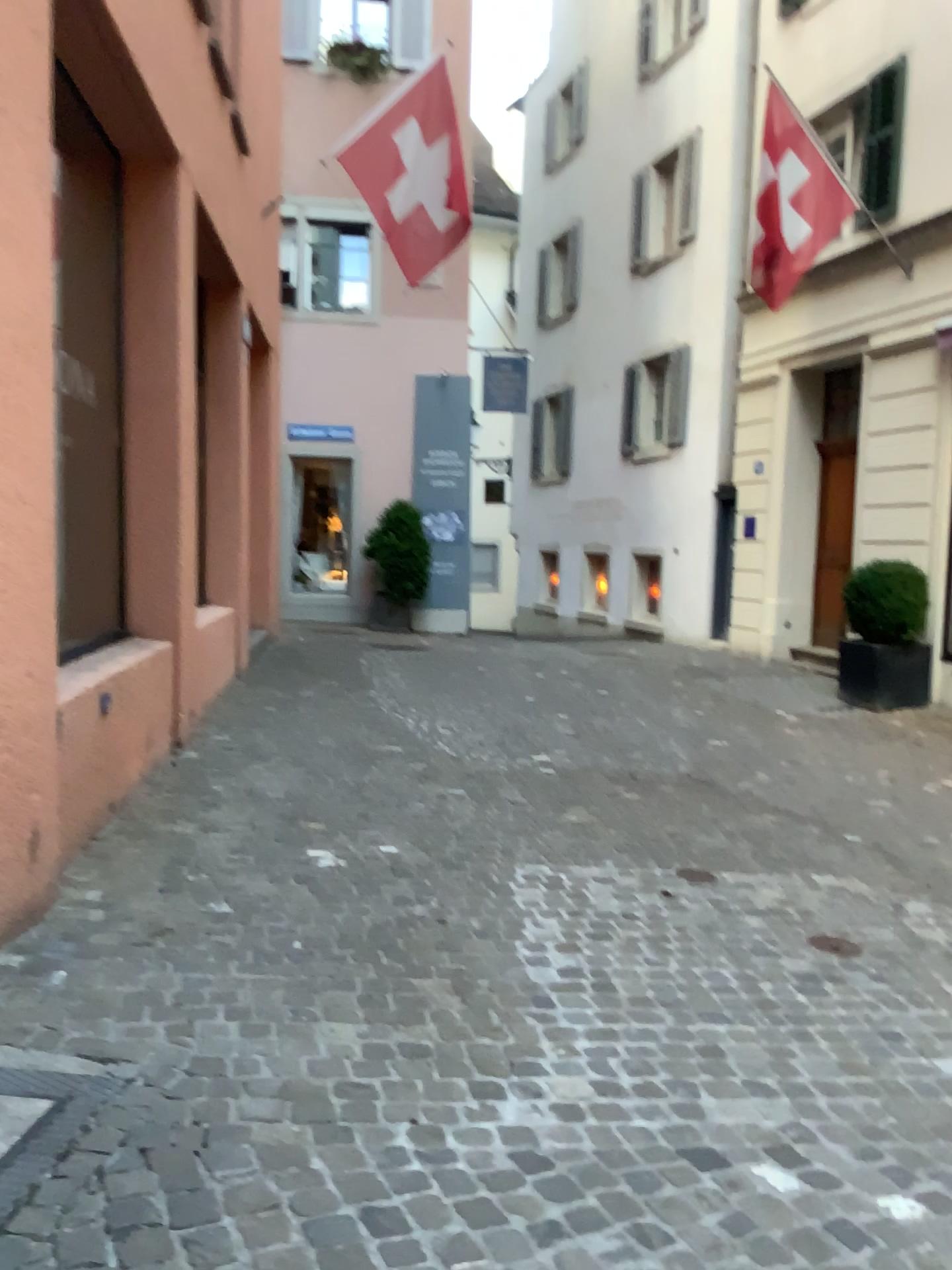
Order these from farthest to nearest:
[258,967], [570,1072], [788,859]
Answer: [788,859]
[258,967]
[570,1072]
